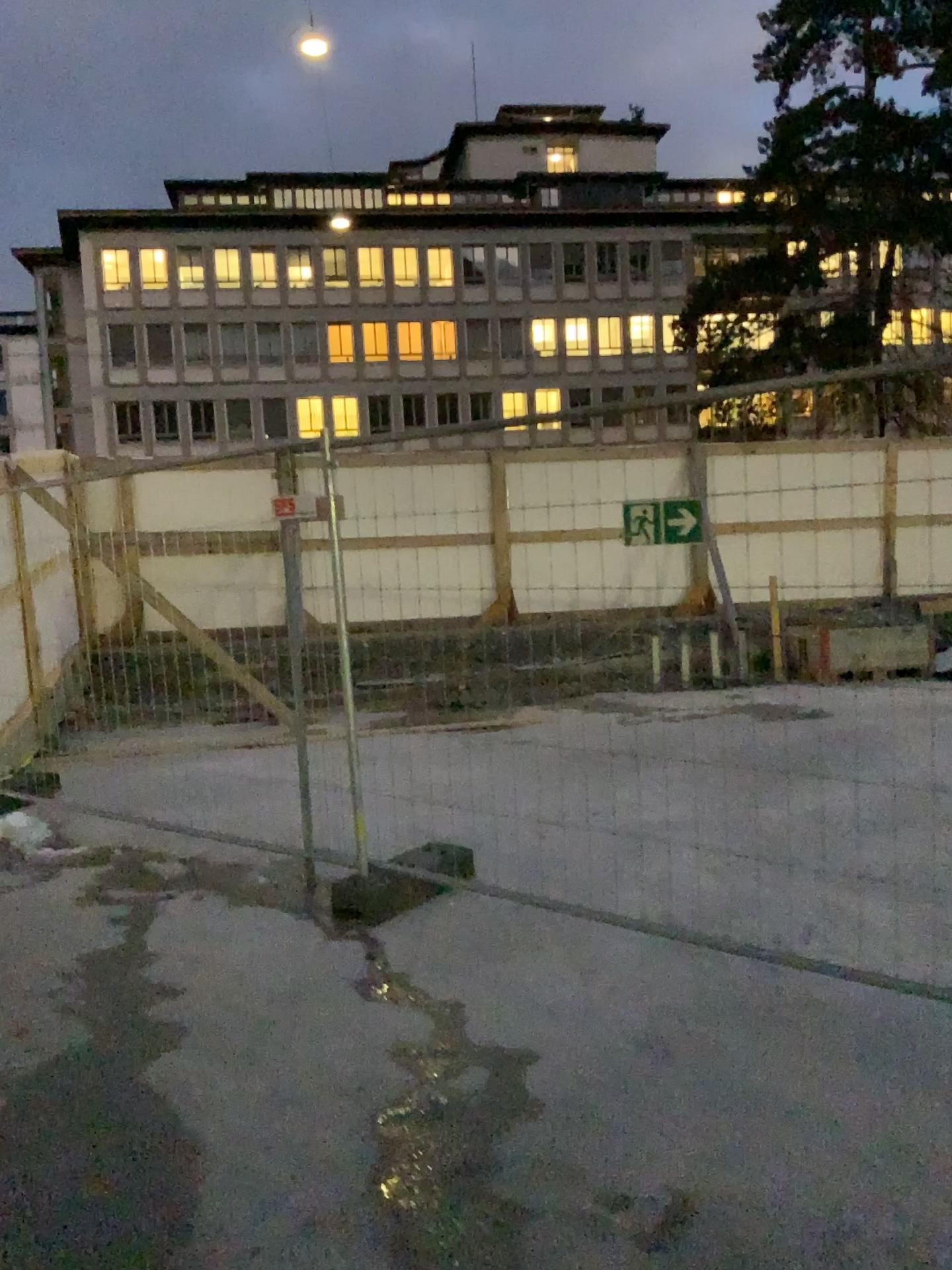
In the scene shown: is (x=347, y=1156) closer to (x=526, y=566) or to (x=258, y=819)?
(x=526, y=566)
